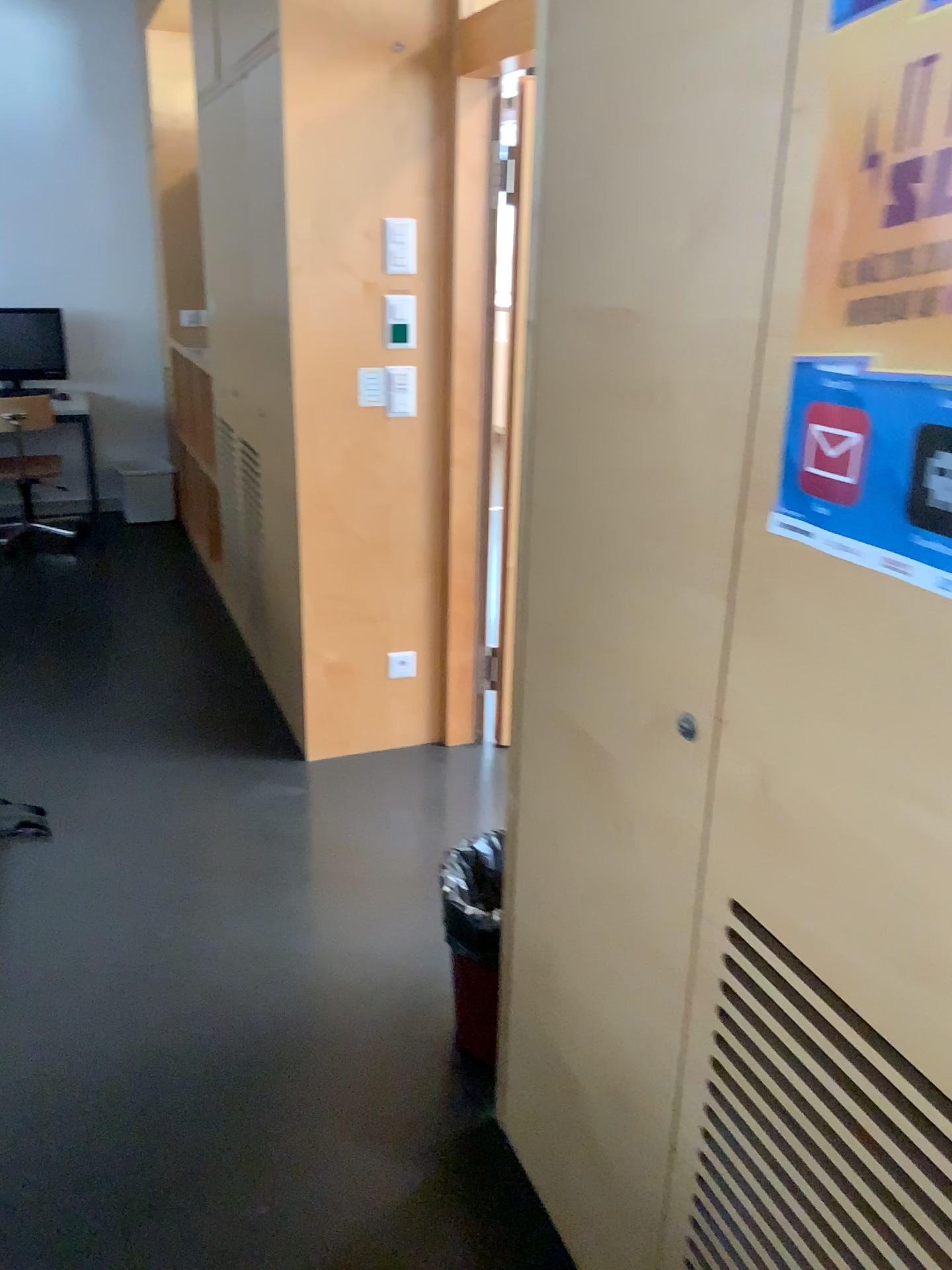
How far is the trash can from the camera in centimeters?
193cm

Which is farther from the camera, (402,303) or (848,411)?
(402,303)

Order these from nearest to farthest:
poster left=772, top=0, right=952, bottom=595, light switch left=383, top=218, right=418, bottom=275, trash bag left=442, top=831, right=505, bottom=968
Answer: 1. poster left=772, top=0, right=952, bottom=595
2. trash bag left=442, top=831, right=505, bottom=968
3. light switch left=383, top=218, right=418, bottom=275

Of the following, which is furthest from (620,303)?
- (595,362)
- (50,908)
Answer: (50,908)

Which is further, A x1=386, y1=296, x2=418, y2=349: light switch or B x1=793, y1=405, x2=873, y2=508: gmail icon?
A x1=386, y1=296, x2=418, y2=349: light switch

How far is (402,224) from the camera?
3.0 meters

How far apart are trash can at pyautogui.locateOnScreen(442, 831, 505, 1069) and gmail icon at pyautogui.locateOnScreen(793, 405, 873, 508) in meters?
1.1 m

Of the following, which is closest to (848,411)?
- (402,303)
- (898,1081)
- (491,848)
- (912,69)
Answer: (912,69)

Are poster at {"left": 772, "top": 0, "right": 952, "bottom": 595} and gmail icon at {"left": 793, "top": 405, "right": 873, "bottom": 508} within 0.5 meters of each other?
yes

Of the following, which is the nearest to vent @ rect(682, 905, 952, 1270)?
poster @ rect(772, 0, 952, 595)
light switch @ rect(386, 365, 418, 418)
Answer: poster @ rect(772, 0, 952, 595)
